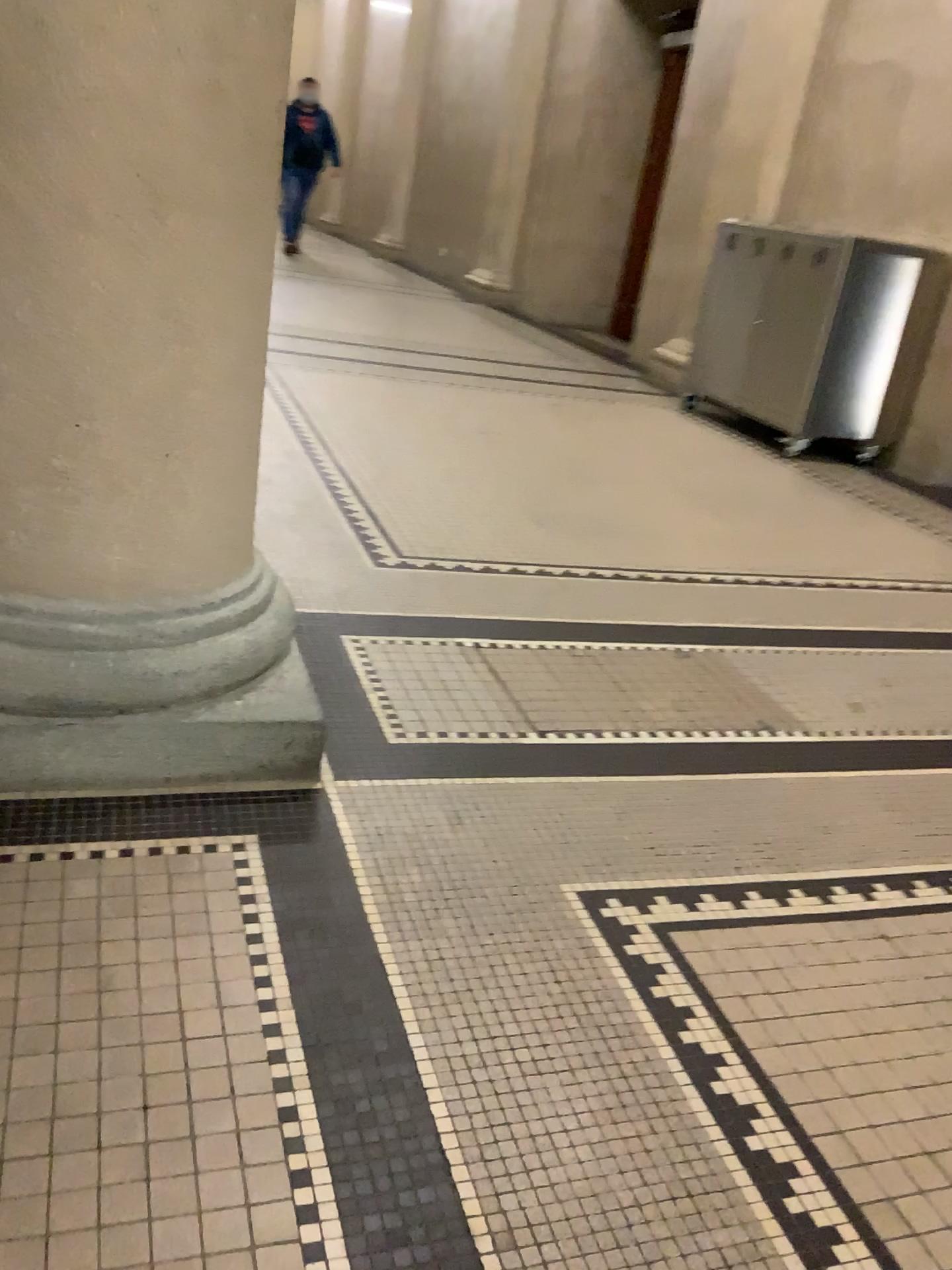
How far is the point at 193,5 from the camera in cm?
135

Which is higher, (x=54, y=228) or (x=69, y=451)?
(x=54, y=228)

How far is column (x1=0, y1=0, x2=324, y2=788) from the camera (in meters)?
1.35
